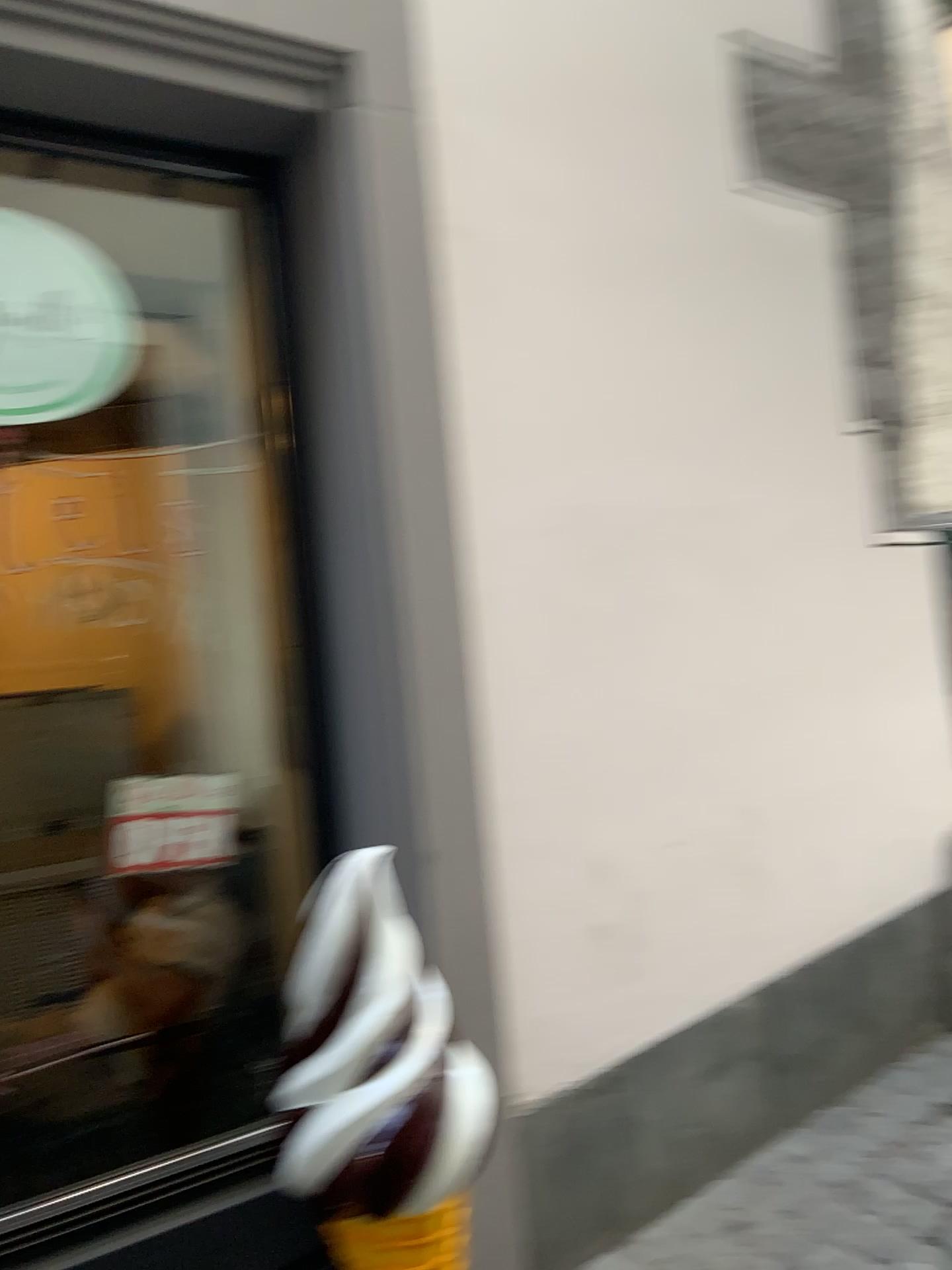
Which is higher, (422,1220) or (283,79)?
(283,79)

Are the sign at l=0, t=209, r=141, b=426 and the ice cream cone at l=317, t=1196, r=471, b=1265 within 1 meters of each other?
no

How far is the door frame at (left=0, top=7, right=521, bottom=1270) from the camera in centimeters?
179cm

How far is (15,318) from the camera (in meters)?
1.77

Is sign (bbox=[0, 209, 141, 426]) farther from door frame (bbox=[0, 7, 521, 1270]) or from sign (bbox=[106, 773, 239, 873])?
sign (bbox=[106, 773, 239, 873])

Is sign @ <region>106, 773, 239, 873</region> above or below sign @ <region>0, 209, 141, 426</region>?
below

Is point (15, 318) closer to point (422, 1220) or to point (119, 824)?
point (119, 824)

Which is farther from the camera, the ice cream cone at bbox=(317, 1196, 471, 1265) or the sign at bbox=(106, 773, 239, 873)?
the sign at bbox=(106, 773, 239, 873)

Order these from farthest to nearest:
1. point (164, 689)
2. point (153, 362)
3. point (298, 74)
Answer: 1. point (164, 689)
2. point (153, 362)
3. point (298, 74)

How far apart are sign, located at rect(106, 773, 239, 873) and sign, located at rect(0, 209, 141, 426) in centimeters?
66cm
